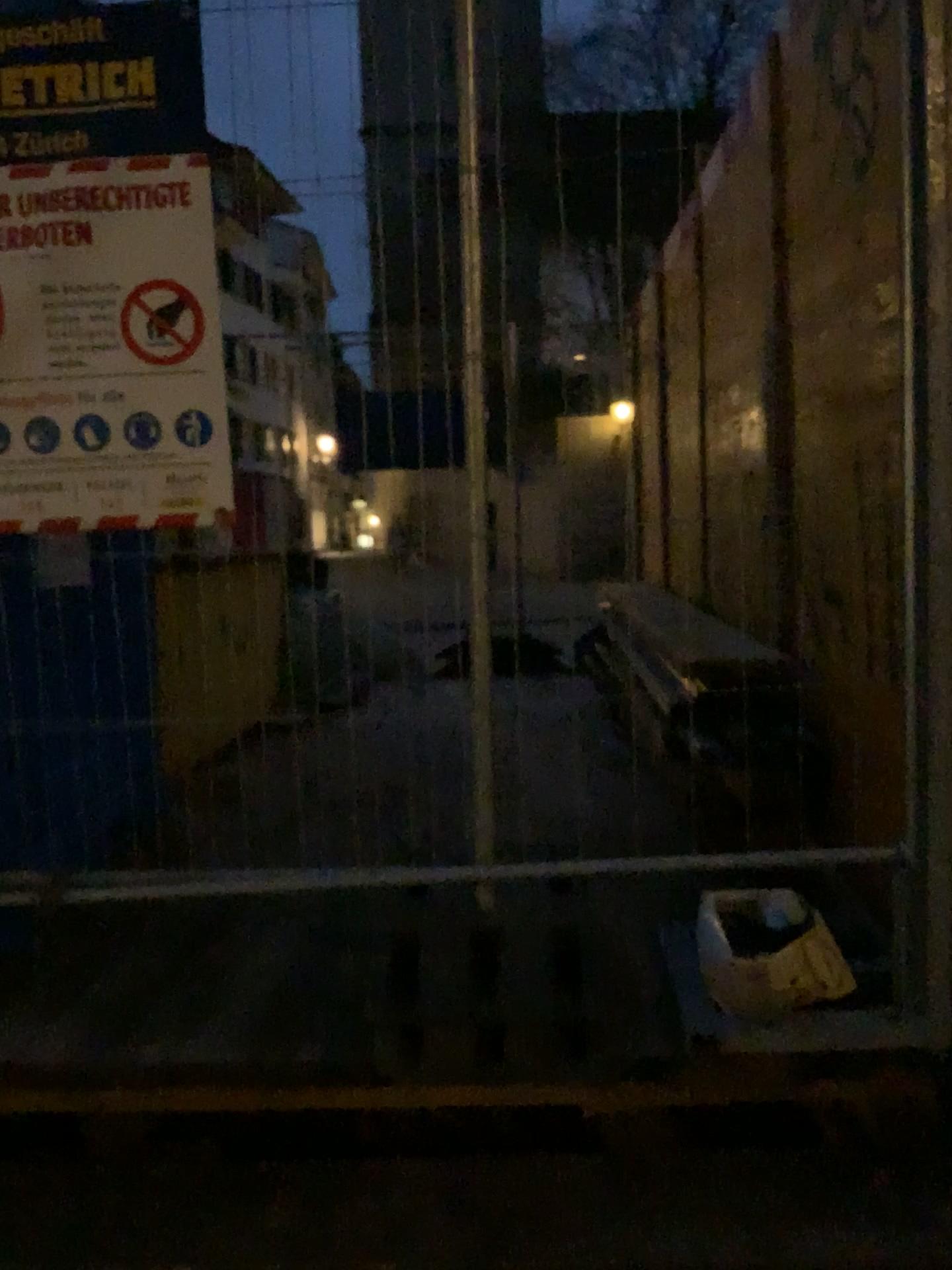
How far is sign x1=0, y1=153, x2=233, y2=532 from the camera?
1.79m

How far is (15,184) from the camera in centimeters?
179cm

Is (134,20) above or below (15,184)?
above

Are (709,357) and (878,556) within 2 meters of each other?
no
